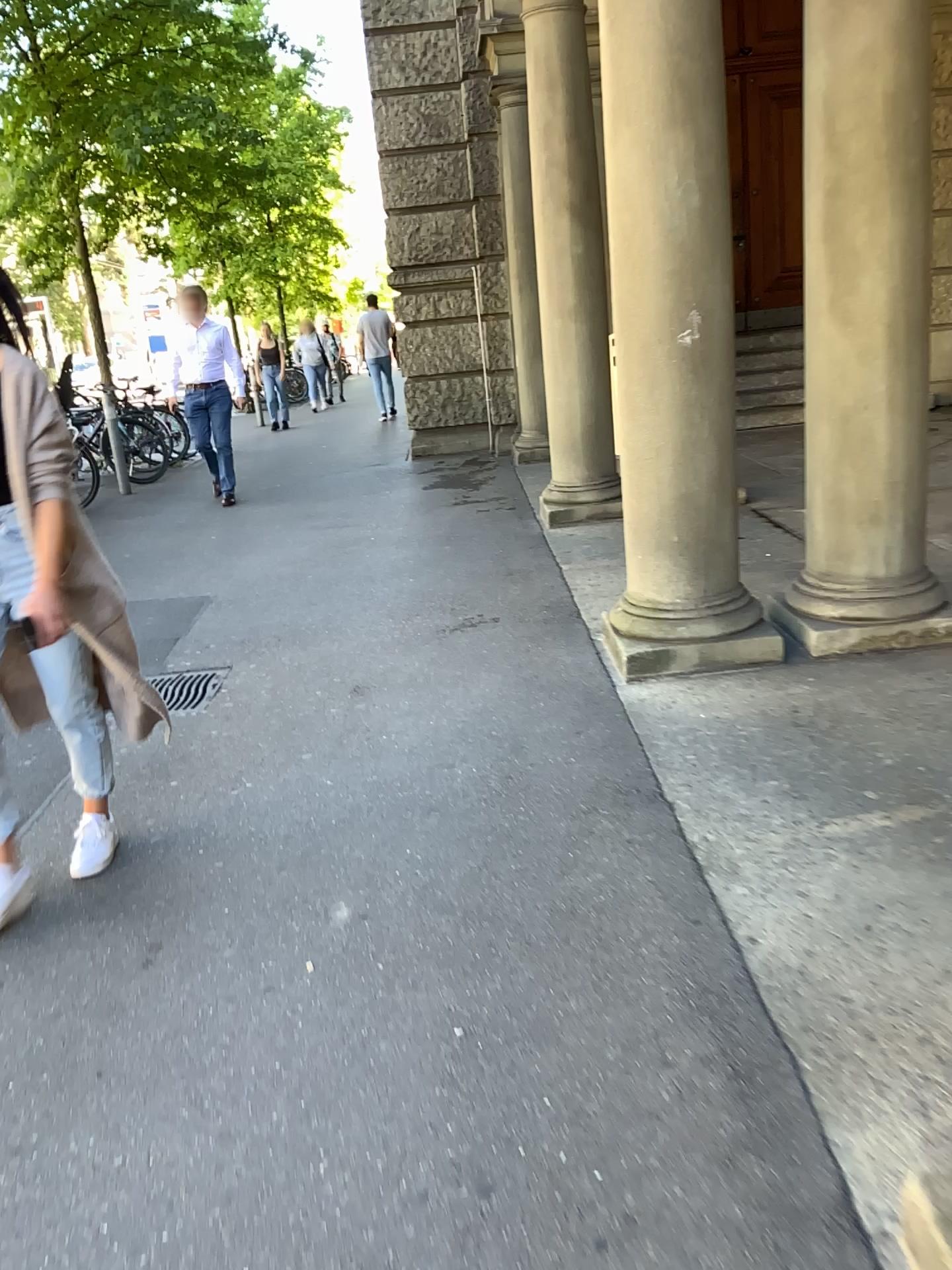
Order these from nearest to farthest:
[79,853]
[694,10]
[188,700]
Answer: [79,853]
[694,10]
[188,700]

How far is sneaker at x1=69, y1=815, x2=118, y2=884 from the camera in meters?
2.9

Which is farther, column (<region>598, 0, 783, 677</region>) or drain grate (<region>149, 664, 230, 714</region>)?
drain grate (<region>149, 664, 230, 714</region>)

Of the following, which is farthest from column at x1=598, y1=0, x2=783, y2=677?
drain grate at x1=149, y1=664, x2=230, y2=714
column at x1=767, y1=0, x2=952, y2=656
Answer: drain grate at x1=149, y1=664, x2=230, y2=714

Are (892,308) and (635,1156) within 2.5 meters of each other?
no

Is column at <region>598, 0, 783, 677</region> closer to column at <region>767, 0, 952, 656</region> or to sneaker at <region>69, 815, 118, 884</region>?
column at <region>767, 0, 952, 656</region>

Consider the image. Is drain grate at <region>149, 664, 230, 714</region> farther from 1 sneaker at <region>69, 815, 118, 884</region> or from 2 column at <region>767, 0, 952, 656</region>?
2 column at <region>767, 0, 952, 656</region>

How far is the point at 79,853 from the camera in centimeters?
286cm

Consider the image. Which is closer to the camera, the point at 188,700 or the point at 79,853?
the point at 79,853

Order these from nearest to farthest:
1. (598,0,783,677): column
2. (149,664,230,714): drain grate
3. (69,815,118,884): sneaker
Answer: (69,815,118,884): sneaker → (598,0,783,677): column → (149,664,230,714): drain grate
